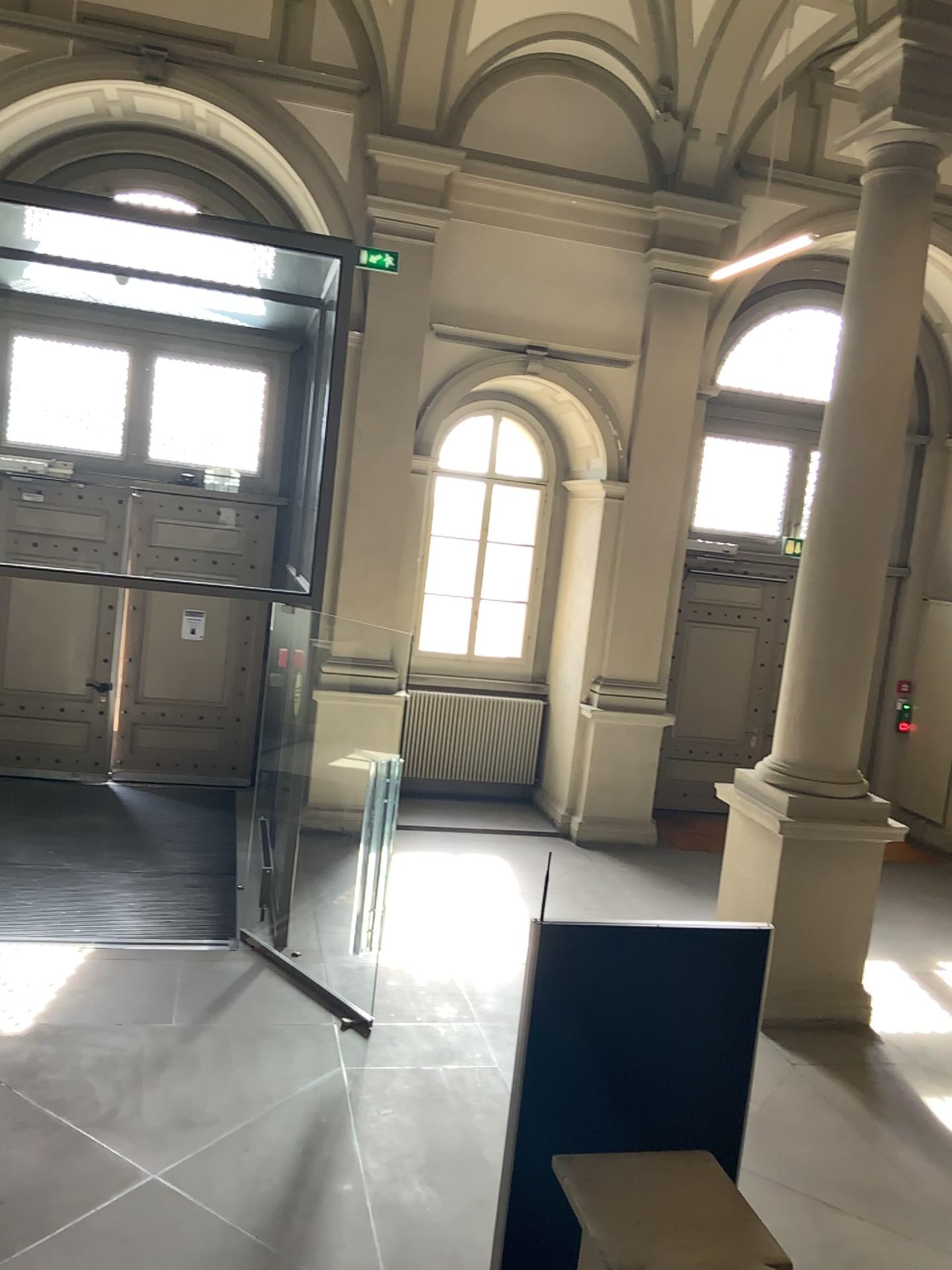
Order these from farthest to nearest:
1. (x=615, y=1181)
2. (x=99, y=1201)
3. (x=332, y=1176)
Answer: (x=332, y=1176) < (x=99, y=1201) < (x=615, y=1181)
